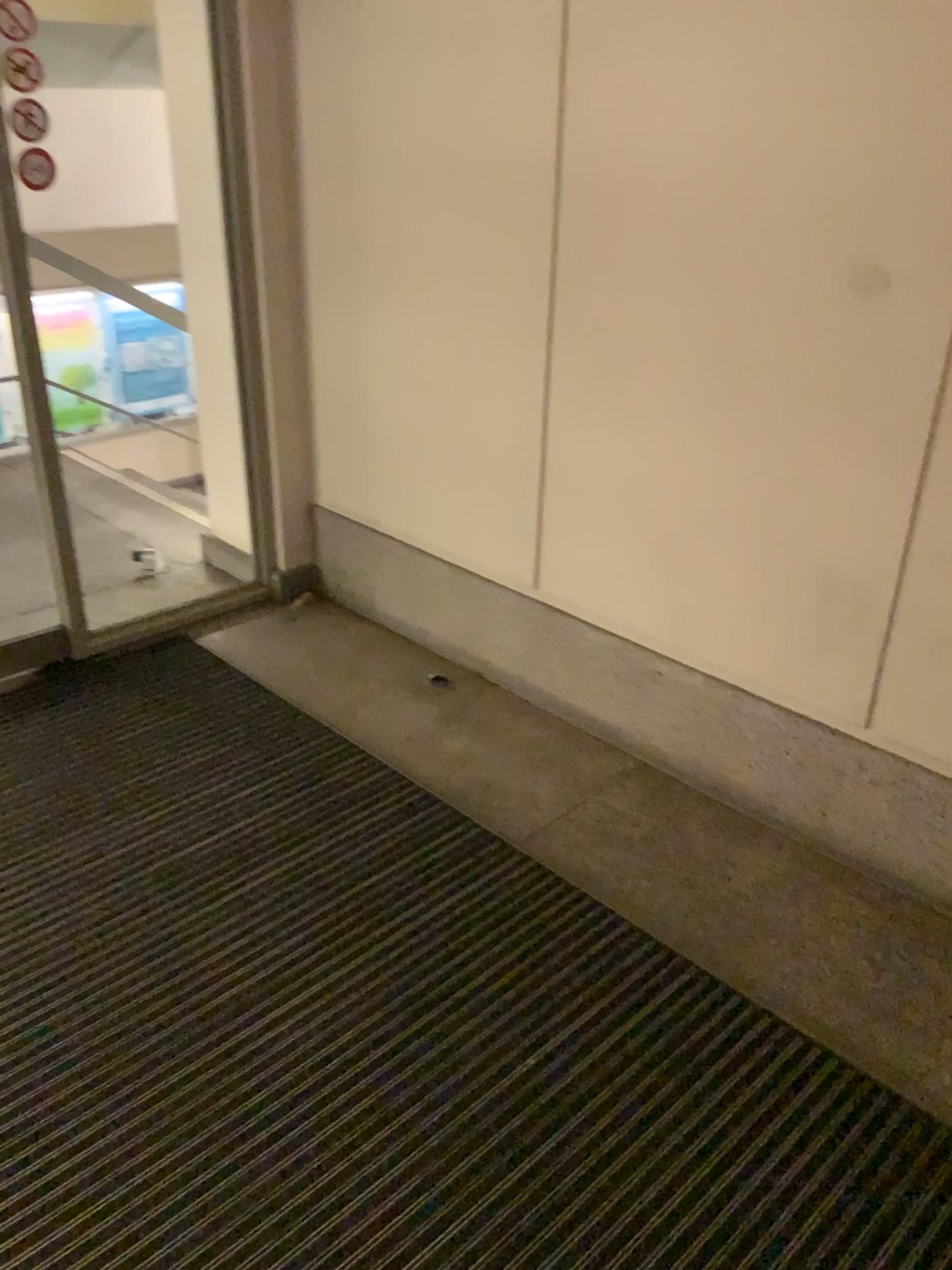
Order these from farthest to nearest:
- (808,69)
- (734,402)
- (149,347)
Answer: (149,347) → (734,402) → (808,69)
